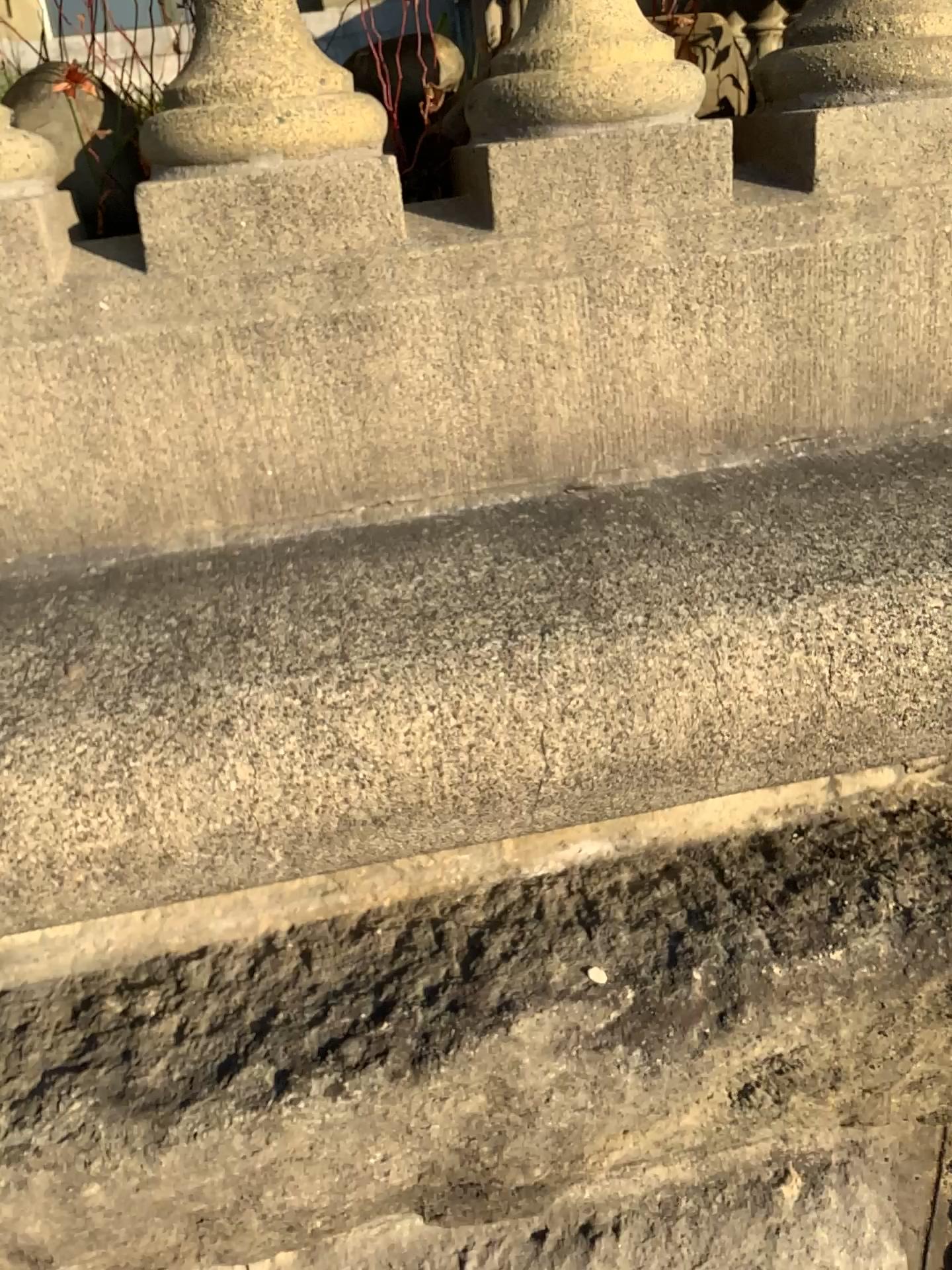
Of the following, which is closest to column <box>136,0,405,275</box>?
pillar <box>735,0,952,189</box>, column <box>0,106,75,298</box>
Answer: column <box>0,106,75,298</box>

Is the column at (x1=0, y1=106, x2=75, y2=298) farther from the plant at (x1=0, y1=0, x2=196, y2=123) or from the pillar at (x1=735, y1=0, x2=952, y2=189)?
→ the pillar at (x1=735, y1=0, x2=952, y2=189)

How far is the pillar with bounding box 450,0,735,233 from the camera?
0.79m

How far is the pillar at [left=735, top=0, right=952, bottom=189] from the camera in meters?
0.8

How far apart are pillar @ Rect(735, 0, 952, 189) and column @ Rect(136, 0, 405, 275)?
0.3m

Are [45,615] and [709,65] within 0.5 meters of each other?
no

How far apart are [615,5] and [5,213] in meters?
0.5

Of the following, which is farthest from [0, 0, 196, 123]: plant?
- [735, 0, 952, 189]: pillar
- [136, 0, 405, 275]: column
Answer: [735, 0, 952, 189]: pillar

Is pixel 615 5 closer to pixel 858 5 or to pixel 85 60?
pixel 858 5

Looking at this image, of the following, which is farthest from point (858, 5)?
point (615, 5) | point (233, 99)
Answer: point (233, 99)
